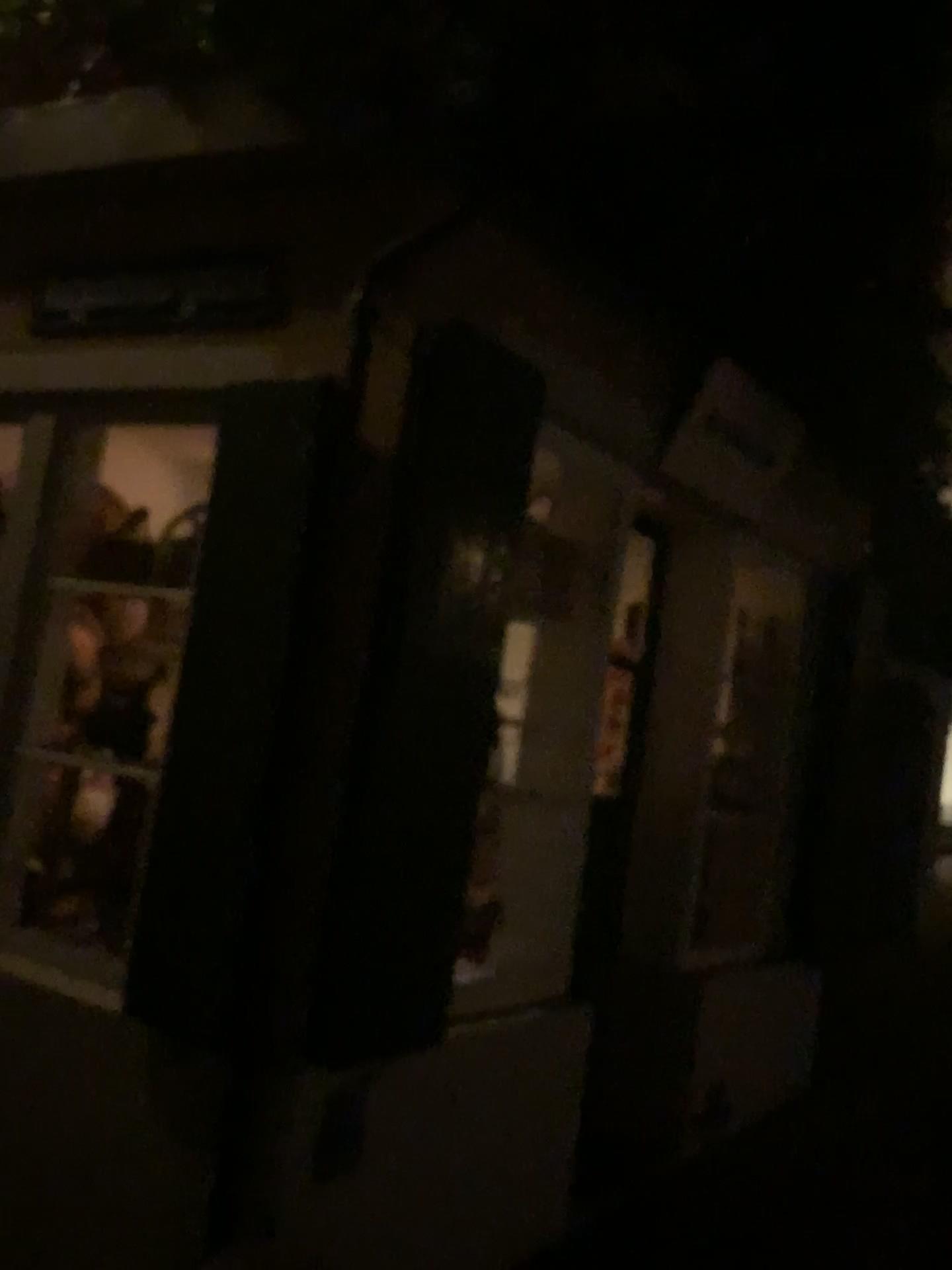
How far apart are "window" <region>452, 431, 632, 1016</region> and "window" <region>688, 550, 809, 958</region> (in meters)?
1.19

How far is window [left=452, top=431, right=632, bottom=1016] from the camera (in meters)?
3.38

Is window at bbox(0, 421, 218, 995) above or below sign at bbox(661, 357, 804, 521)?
below

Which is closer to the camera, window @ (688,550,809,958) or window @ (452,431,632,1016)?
window @ (452,431,632,1016)

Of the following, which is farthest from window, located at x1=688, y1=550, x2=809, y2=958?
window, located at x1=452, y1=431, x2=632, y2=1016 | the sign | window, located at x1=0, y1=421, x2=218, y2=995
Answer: window, located at x1=0, y1=421, x2=218, y2=995

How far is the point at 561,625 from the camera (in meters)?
3.38

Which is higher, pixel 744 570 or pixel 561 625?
pixel 744 570

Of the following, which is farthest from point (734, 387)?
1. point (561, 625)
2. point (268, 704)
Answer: point (268, 704)

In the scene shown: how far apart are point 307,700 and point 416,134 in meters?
1.3 m

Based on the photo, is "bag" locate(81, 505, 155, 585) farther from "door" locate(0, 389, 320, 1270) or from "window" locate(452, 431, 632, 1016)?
"window" locate(452, 431, 632, 1016)
